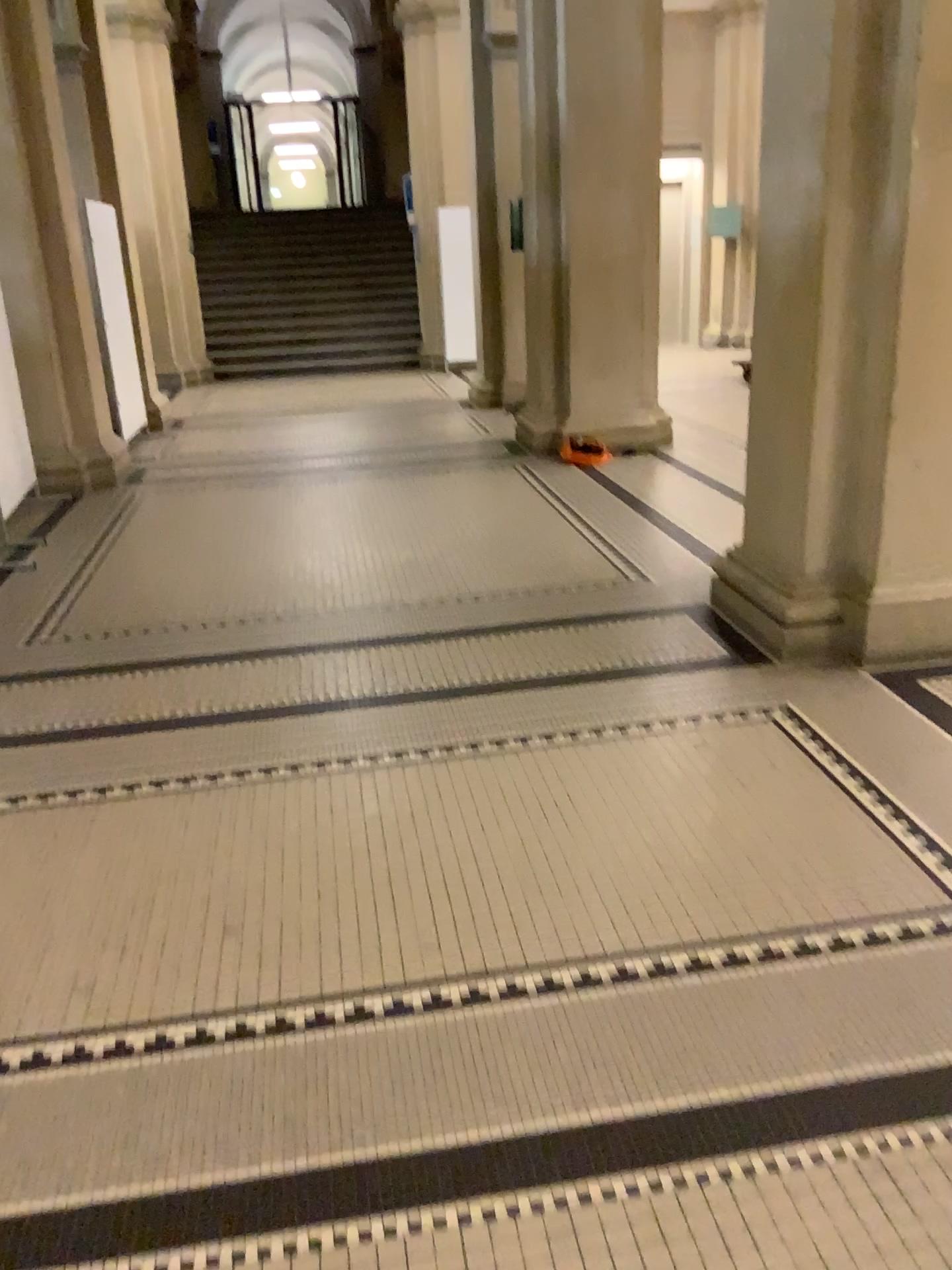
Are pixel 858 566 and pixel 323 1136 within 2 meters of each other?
→ no
